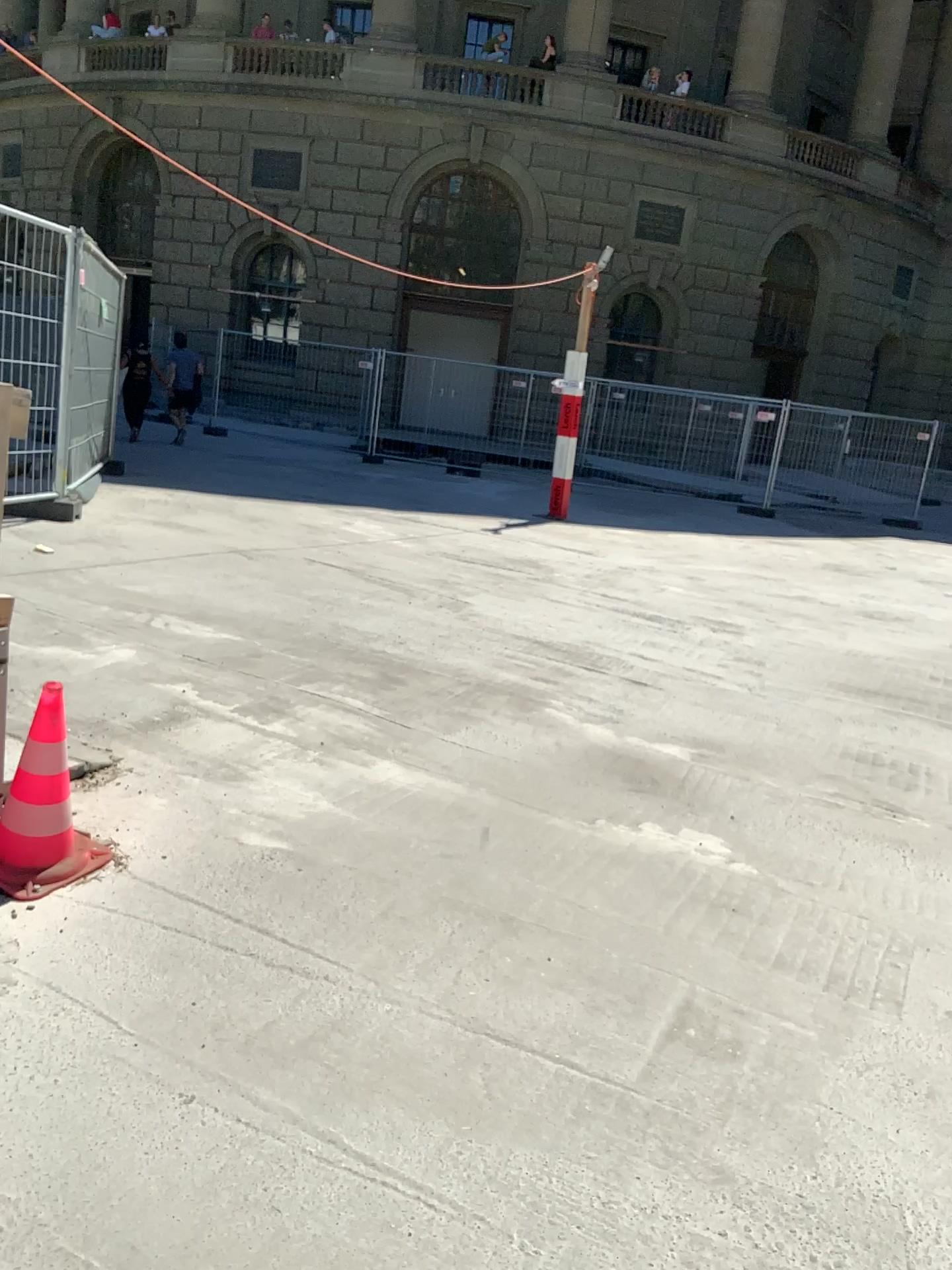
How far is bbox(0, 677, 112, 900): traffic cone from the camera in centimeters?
253cm

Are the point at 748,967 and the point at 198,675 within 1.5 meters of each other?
no

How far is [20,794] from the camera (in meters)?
2.53
